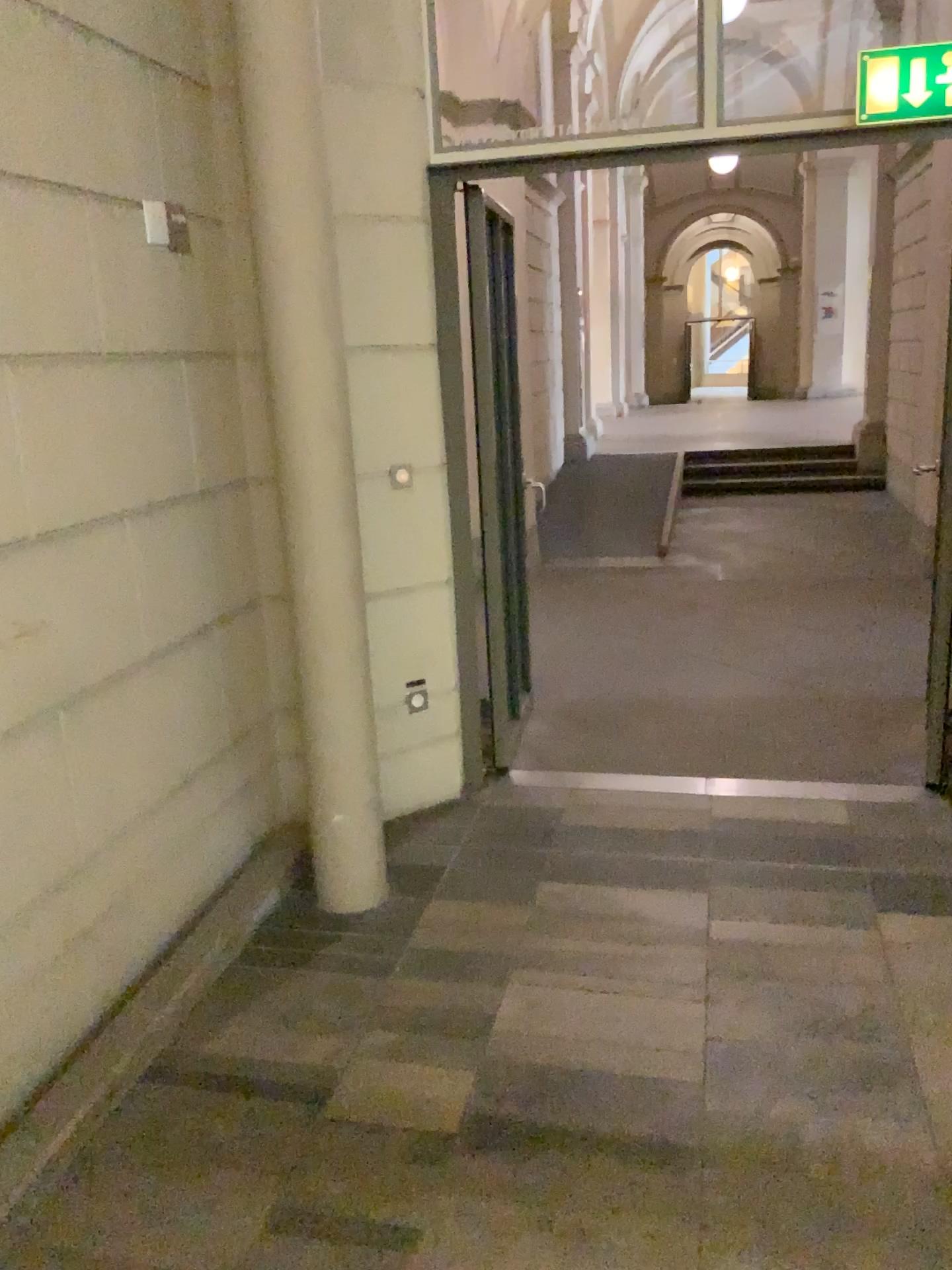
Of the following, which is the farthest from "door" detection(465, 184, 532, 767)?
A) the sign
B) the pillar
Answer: the sign

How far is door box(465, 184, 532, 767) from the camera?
3.8m

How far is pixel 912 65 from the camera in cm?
307

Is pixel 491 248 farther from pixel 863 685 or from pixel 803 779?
pixel 863 685

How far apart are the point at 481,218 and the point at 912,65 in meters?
1.5

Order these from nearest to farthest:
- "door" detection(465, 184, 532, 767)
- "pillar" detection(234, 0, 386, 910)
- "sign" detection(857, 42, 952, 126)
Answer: "pillar" detection(234, 0, 386, 910)
"sign" detection(857, 42, 952, 126)
"door" detection(465, 184, 532, 767)

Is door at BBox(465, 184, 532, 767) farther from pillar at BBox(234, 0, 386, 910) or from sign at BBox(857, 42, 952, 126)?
sign at BBox(857, 42, 952, 126)

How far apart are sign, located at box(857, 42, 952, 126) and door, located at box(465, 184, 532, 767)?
1.3m

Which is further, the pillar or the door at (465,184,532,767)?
the door at (465,184,532,767)

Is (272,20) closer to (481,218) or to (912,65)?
(481,218)
